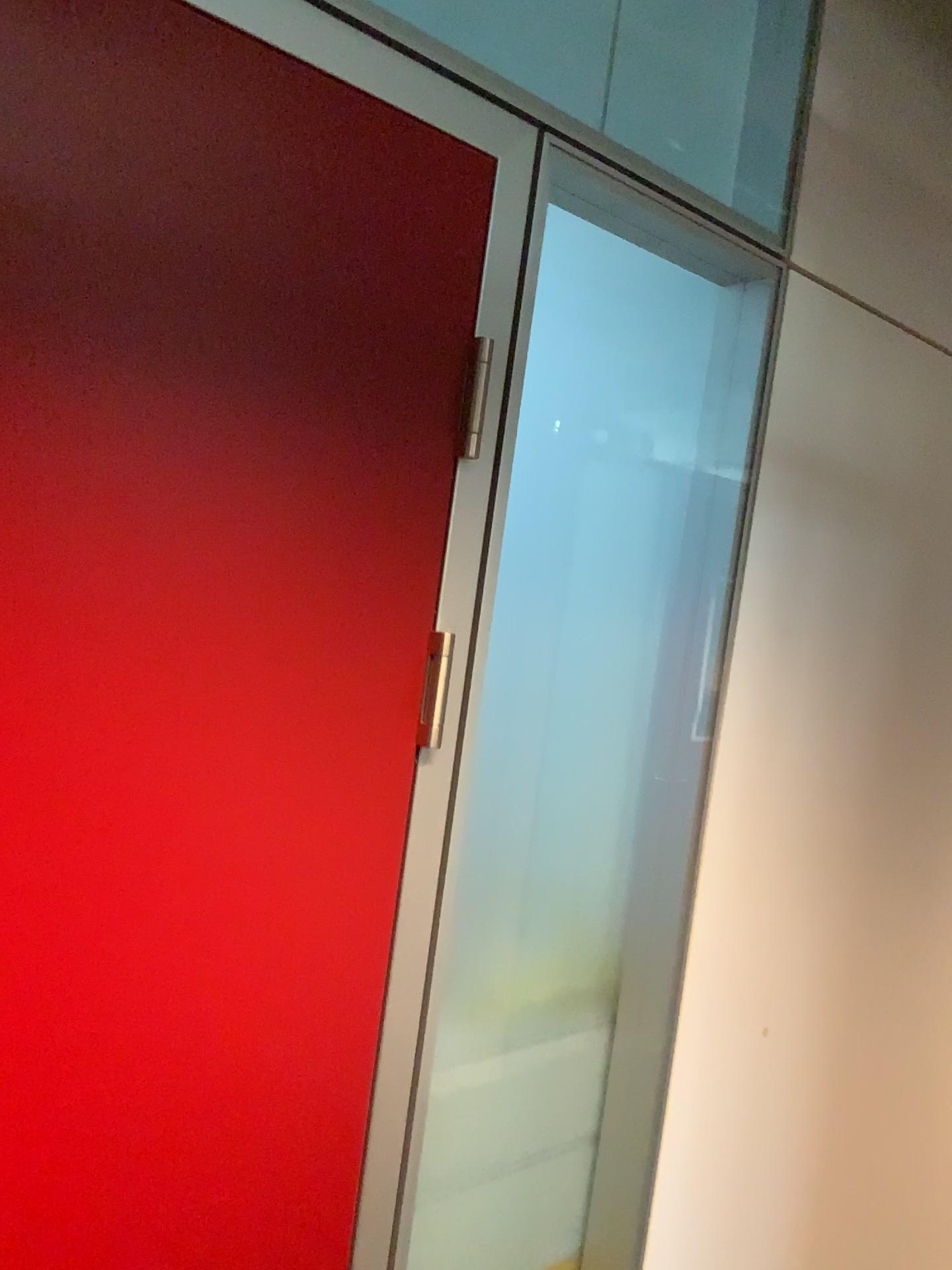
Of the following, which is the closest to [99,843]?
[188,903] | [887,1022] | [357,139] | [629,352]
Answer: [188,903]

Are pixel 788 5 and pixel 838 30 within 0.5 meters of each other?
yes

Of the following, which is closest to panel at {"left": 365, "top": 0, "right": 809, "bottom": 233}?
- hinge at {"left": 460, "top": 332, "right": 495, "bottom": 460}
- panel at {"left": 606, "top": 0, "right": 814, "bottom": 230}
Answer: panel at {"left": 606, "top": 0, "right": 814, "bottom": 230}

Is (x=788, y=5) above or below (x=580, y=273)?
above

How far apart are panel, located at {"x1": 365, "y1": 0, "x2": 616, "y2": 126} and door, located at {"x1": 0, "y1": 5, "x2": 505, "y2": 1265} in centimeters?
85cm

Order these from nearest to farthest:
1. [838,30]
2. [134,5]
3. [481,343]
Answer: [134,5] → [481,343] → [838,30]

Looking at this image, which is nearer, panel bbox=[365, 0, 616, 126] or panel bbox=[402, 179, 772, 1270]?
panel bbox=[402, 179, 772, 1270]

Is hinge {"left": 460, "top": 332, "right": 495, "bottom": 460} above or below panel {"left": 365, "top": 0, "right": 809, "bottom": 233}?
below

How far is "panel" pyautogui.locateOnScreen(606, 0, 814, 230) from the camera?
1.5m

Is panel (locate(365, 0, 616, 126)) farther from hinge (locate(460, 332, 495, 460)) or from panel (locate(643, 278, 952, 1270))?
hinge (locate(460, 332, 495, 460))
